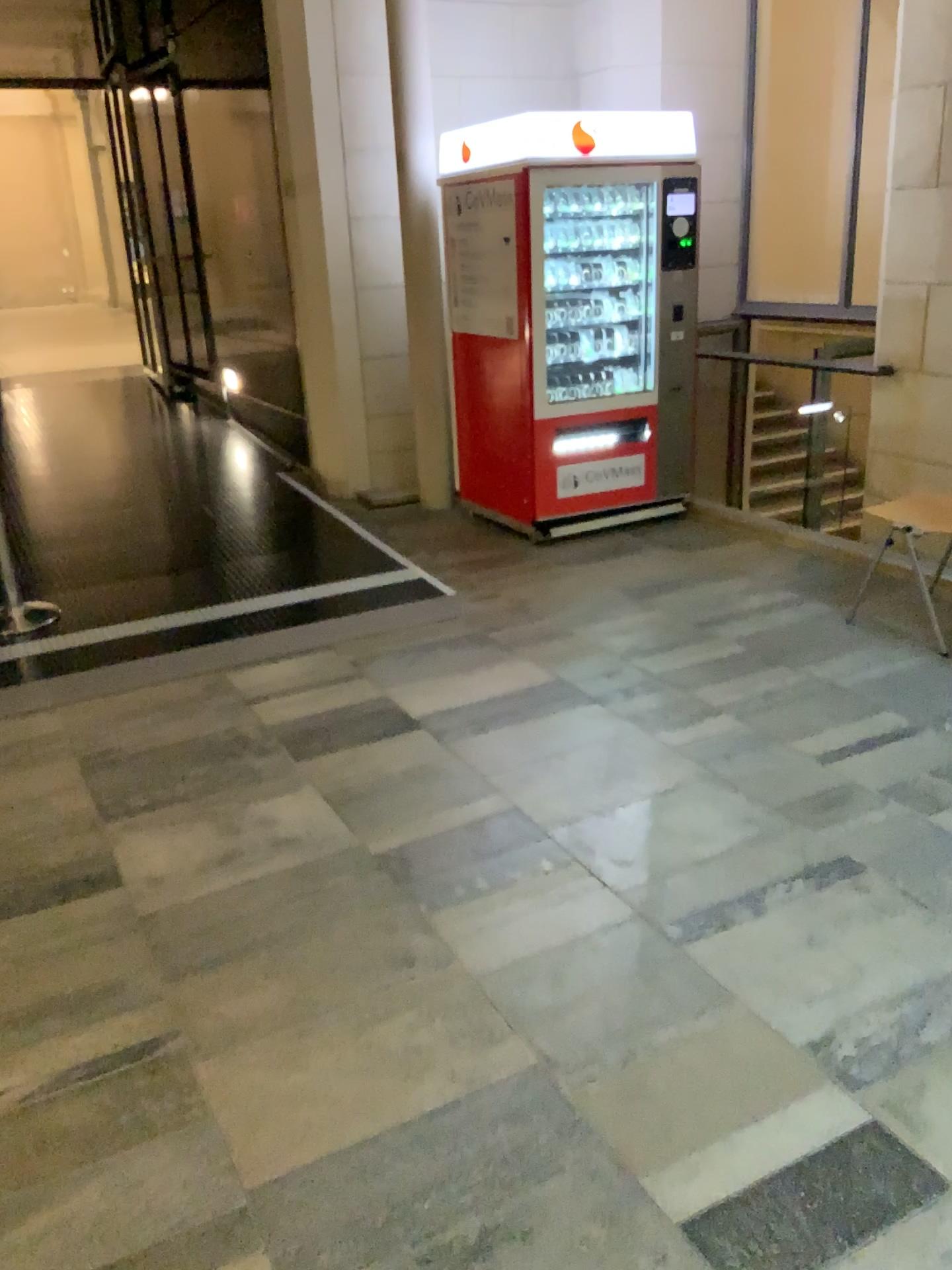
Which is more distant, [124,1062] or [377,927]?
[377,927]
